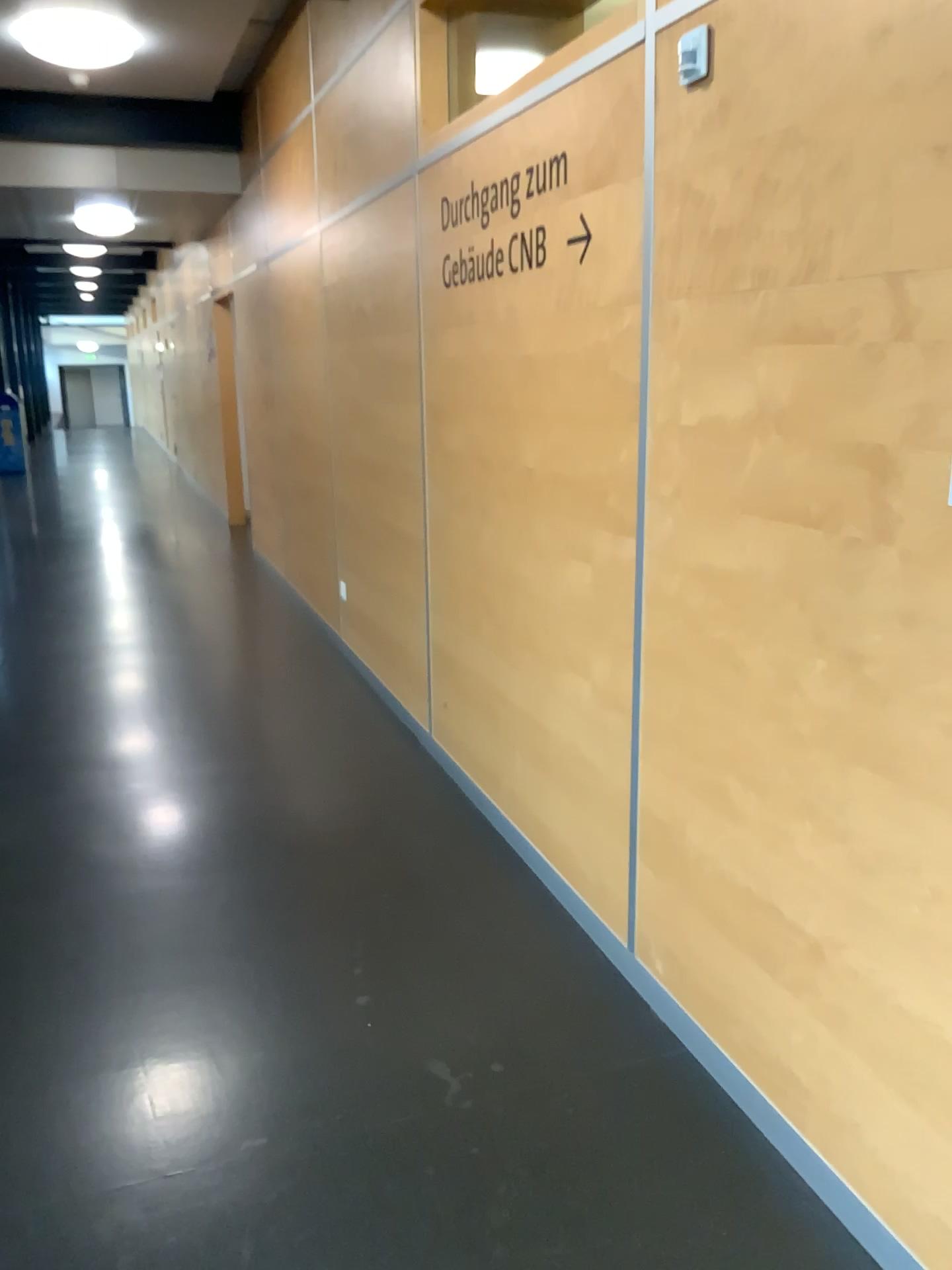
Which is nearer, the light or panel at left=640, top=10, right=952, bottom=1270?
panel at left=640, top=10, right=952, bottom=1270

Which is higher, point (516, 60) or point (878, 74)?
point (516, 60)

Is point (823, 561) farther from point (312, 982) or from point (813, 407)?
point (312, 982)

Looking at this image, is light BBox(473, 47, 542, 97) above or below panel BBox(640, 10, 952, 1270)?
above

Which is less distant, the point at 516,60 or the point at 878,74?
the point at 878,74
